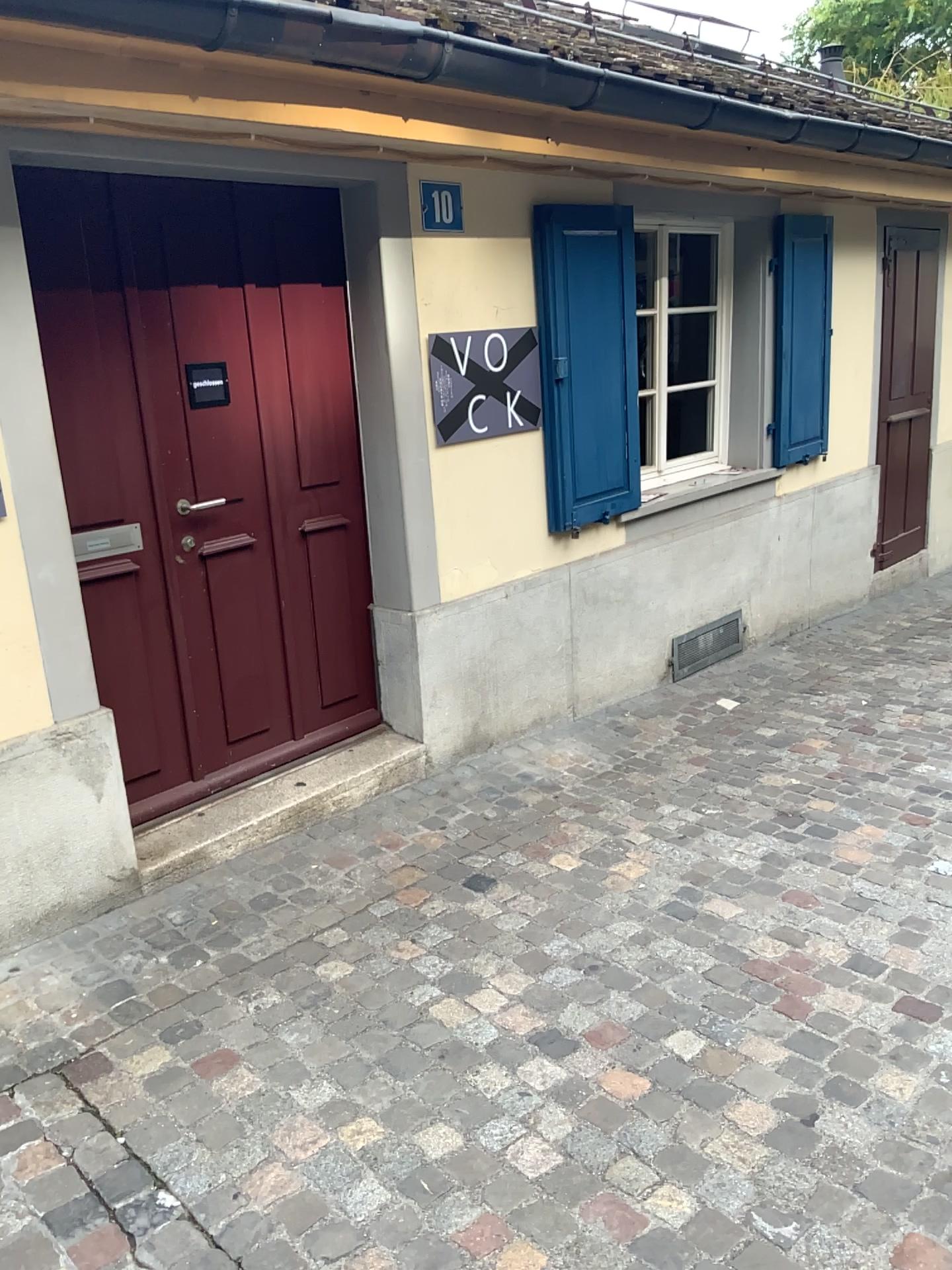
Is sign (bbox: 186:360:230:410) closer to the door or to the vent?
the door

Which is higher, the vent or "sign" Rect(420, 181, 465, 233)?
"sign" Rect(420, 181, 465, 233)

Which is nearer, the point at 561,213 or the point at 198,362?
the point at 198,362

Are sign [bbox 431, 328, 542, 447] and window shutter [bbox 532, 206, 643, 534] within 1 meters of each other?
yes

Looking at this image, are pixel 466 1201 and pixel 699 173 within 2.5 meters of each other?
no

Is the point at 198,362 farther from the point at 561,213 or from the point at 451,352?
the point at 561,213

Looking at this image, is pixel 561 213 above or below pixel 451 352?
above

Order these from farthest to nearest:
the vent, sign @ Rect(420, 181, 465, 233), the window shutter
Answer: the vent → the window shutter → sign @ Rect(420, 181, 465, 233)

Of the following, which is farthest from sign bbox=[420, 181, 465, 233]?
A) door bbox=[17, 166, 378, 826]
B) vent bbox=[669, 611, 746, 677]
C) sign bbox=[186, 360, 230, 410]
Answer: vent bbox=[669, 611, 746, 677]

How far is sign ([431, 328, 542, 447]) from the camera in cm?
379
